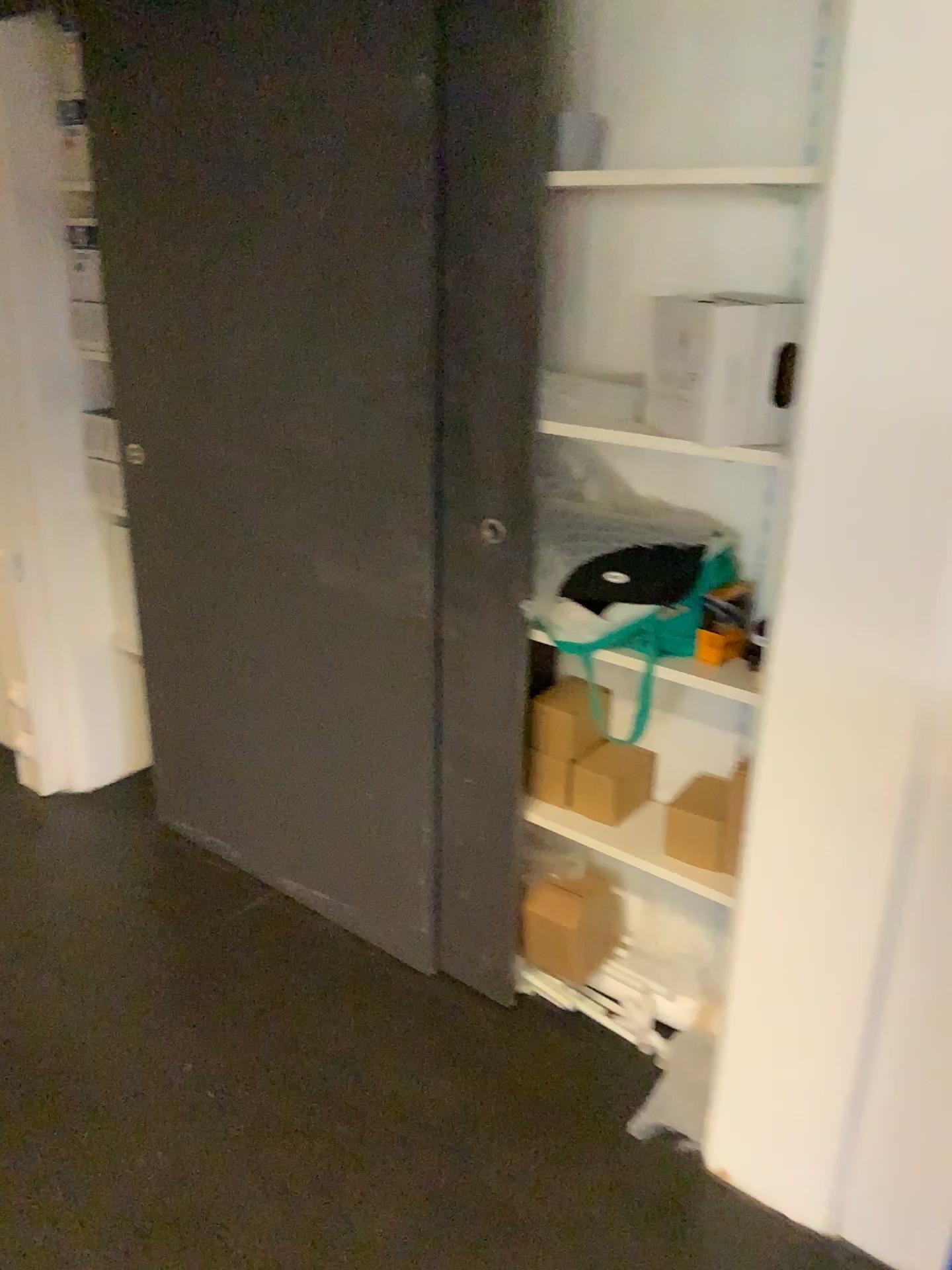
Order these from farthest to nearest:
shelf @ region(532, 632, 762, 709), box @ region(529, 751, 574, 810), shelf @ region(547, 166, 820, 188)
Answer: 1. box @ region(529, 751, 574, 810)
2. shelf @ region(532, 632, 762, 709)
3. shelf @ region(547, 166, 820, 188)

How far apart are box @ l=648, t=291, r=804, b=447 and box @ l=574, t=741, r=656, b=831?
0.7m

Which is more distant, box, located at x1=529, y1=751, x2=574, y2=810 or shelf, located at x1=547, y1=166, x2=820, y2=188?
box, located at x1=529, y1=751, x2=574, y2=810

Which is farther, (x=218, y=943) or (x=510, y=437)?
(x=218, y=943)

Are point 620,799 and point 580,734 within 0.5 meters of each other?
yes

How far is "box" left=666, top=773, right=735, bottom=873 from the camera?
1.94m

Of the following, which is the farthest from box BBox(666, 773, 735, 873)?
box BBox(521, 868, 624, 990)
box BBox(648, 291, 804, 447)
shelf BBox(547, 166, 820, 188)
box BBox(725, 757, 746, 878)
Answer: shelf BBox(547, 166, 820, 188)

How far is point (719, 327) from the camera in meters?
1.6

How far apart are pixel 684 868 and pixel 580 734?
0.3m

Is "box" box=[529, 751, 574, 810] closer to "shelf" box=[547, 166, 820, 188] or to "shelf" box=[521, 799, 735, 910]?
"shelf" box=[521, 799, 735, 910]
